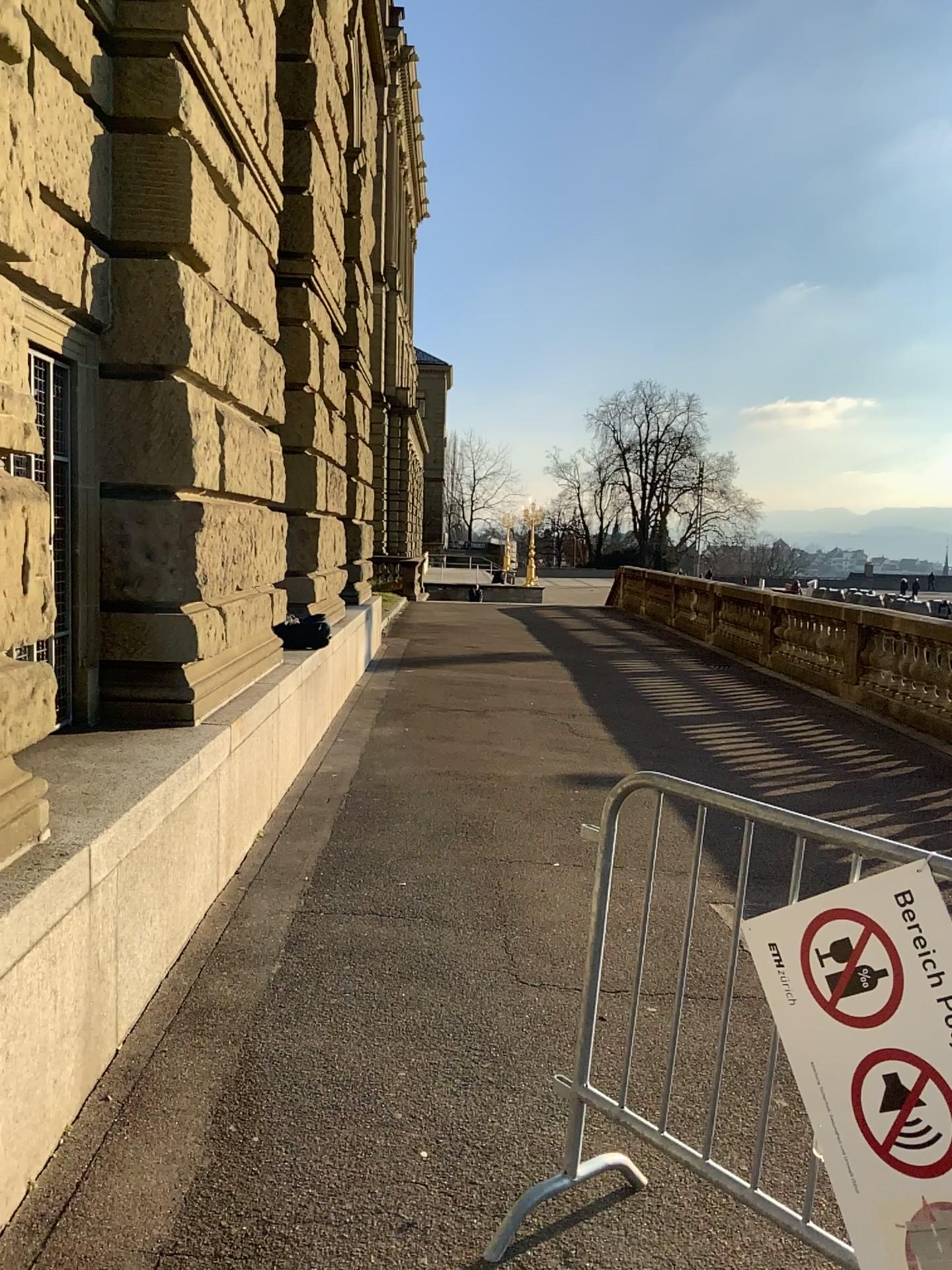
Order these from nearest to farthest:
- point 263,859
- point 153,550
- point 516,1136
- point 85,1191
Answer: point 85,1191 → point 516,1136 → point 153,550 → point 263,859

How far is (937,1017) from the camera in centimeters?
186cm

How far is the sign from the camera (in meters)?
1.86
